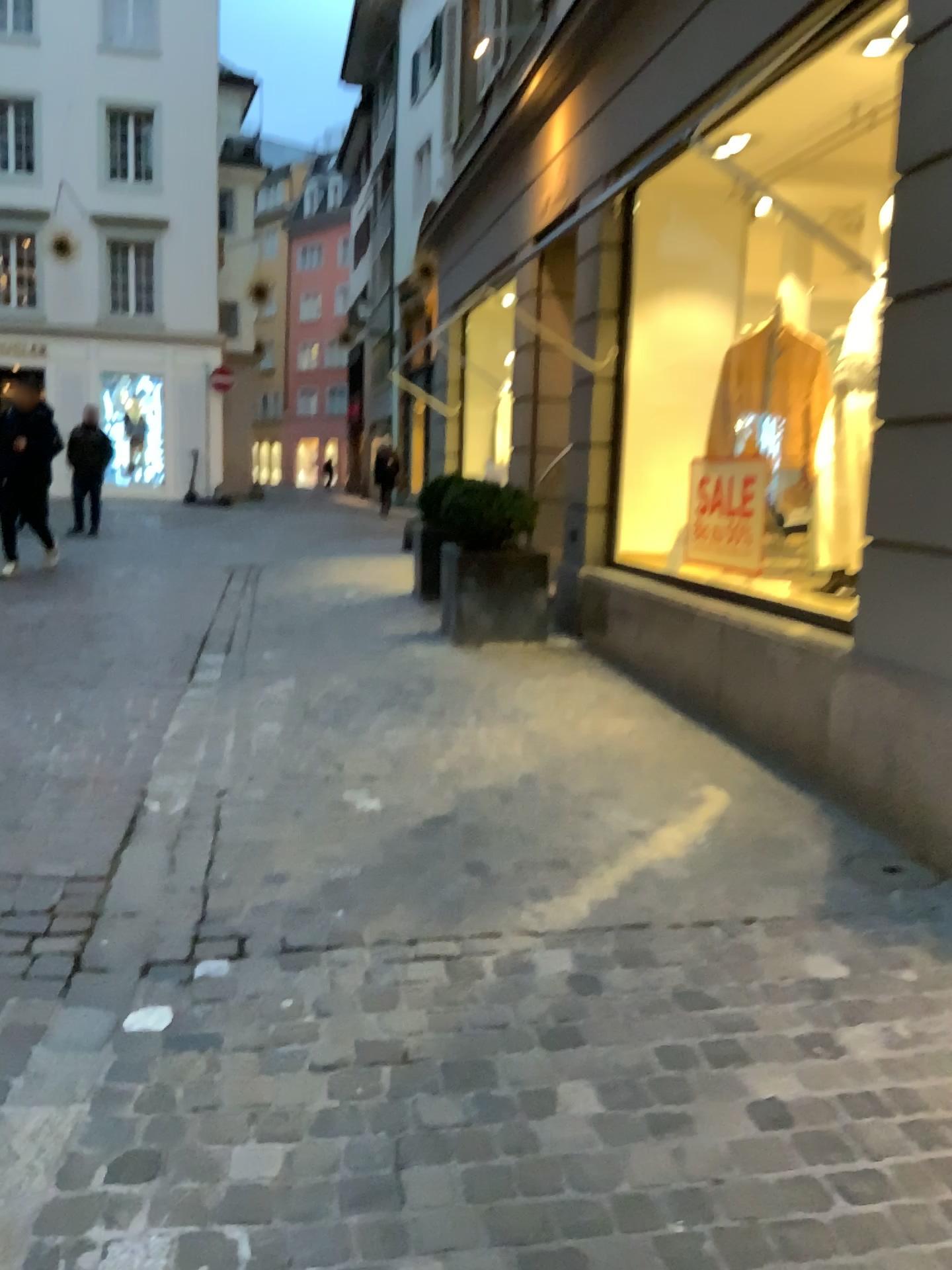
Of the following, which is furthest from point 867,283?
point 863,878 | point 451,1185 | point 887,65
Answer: point 451,1185
